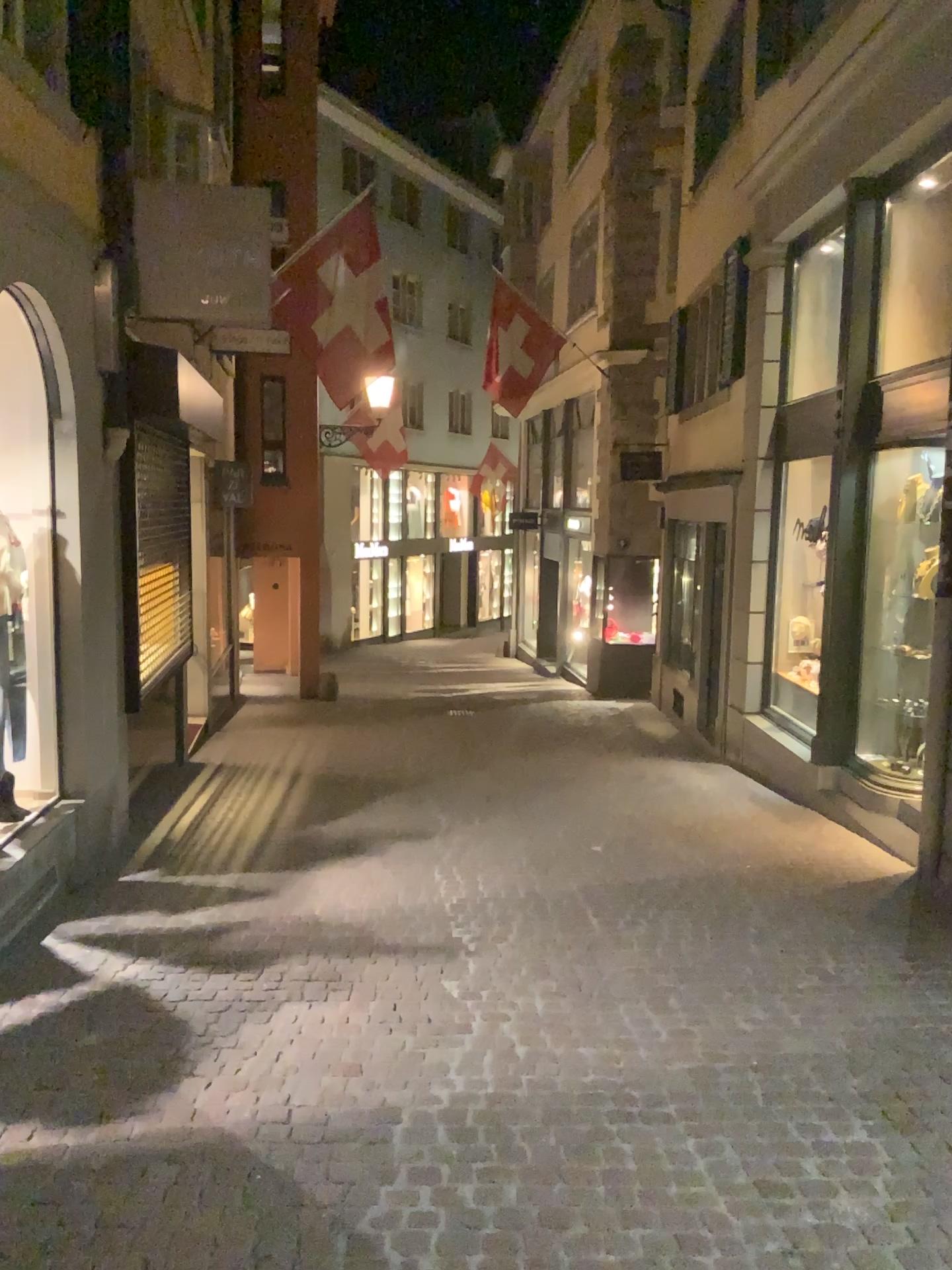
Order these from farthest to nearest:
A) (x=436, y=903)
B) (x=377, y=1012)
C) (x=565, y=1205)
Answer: (x=436, y=903), (x=377, y=1012), (x=565, y=1205)
